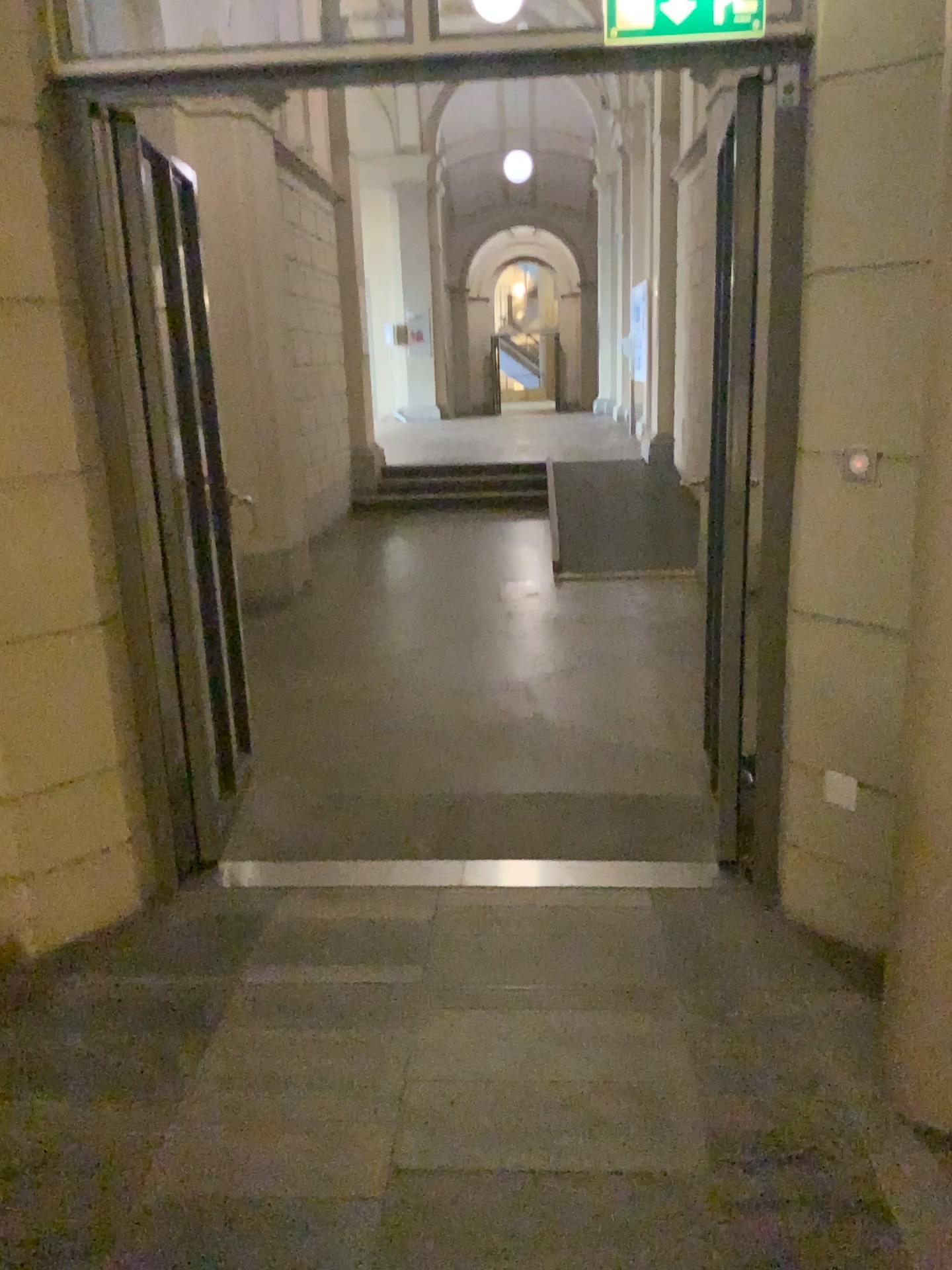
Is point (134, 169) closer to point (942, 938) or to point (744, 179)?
point (744, 179)

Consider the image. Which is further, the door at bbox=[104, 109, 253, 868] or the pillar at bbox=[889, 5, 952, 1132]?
the door at bbox=[104, 109, 253, 868]

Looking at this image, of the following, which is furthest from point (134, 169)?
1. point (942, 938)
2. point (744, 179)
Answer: point (942, 938)

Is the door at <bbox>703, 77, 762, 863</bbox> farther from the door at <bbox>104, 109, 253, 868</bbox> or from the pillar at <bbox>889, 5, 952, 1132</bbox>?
the door at <bbox>104, 109, 253, 868</bbox>

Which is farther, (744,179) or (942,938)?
(744,179)

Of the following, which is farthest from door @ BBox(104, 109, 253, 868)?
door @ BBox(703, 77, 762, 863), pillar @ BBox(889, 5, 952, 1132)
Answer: pillar @ BBox(889, 5, 952, 1132)

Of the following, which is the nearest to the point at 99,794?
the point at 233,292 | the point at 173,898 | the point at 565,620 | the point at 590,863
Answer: the point at 173,898

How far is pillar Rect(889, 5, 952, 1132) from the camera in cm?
197
